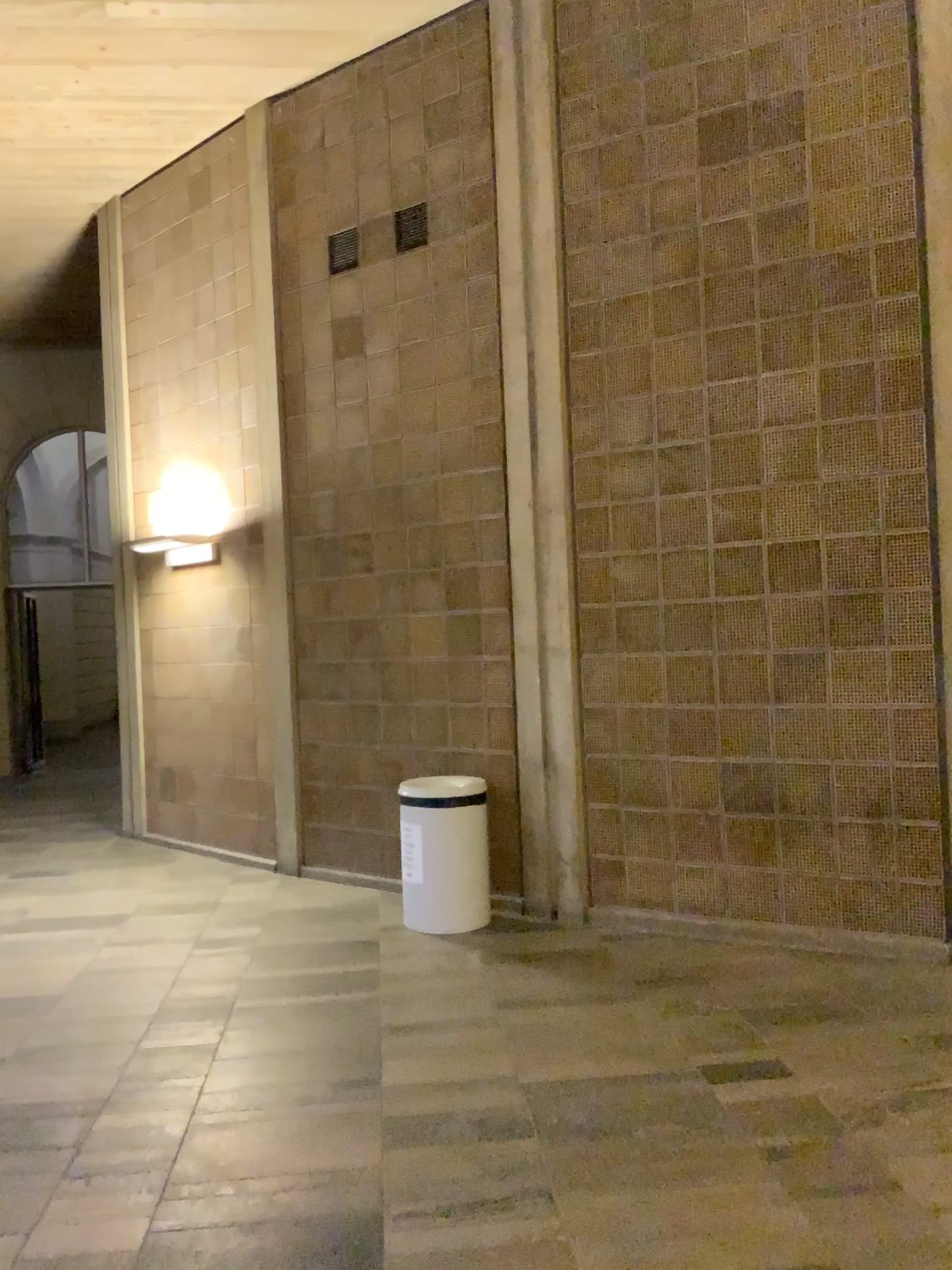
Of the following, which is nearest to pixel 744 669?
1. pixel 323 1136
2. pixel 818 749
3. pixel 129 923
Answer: pixel 818 749
